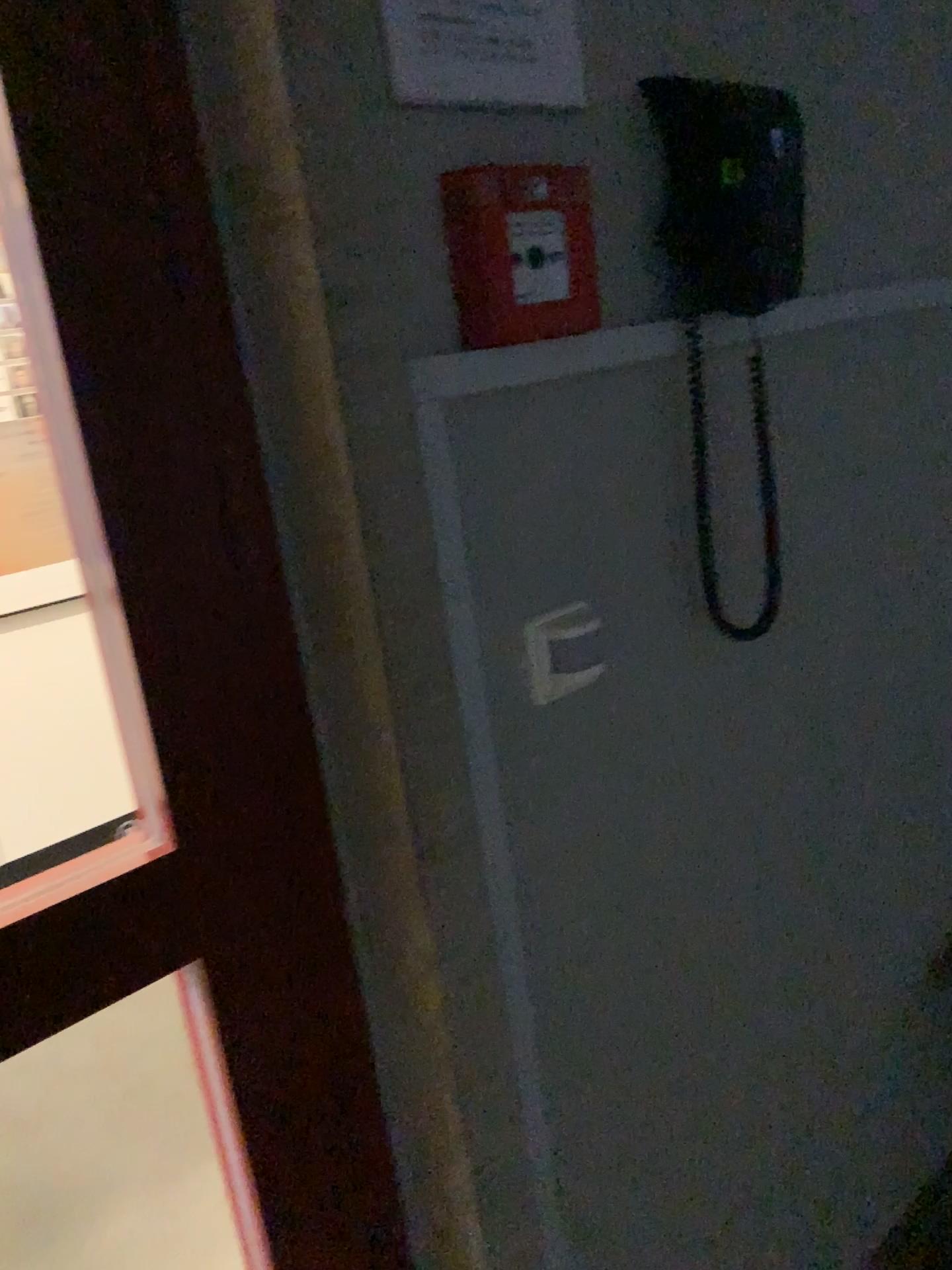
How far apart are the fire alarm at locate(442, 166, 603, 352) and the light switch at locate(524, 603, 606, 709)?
0.3m

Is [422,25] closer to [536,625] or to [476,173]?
[476,173]

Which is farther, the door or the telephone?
the telephone

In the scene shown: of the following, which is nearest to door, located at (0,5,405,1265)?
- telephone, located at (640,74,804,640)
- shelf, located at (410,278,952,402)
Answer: shelf, located at (410,278,952,402)

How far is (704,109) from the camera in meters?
1.0

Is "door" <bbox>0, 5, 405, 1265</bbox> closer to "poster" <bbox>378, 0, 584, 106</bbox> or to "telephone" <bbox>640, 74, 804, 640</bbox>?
"poster" <bbox>378, 0, 584, 106</bbox>

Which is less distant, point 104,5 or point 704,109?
point 104,5

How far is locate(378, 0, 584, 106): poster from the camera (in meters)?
0.81

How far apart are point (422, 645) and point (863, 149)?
0.9 meters

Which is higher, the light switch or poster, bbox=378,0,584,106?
poster, bbox=378,0,584,106
